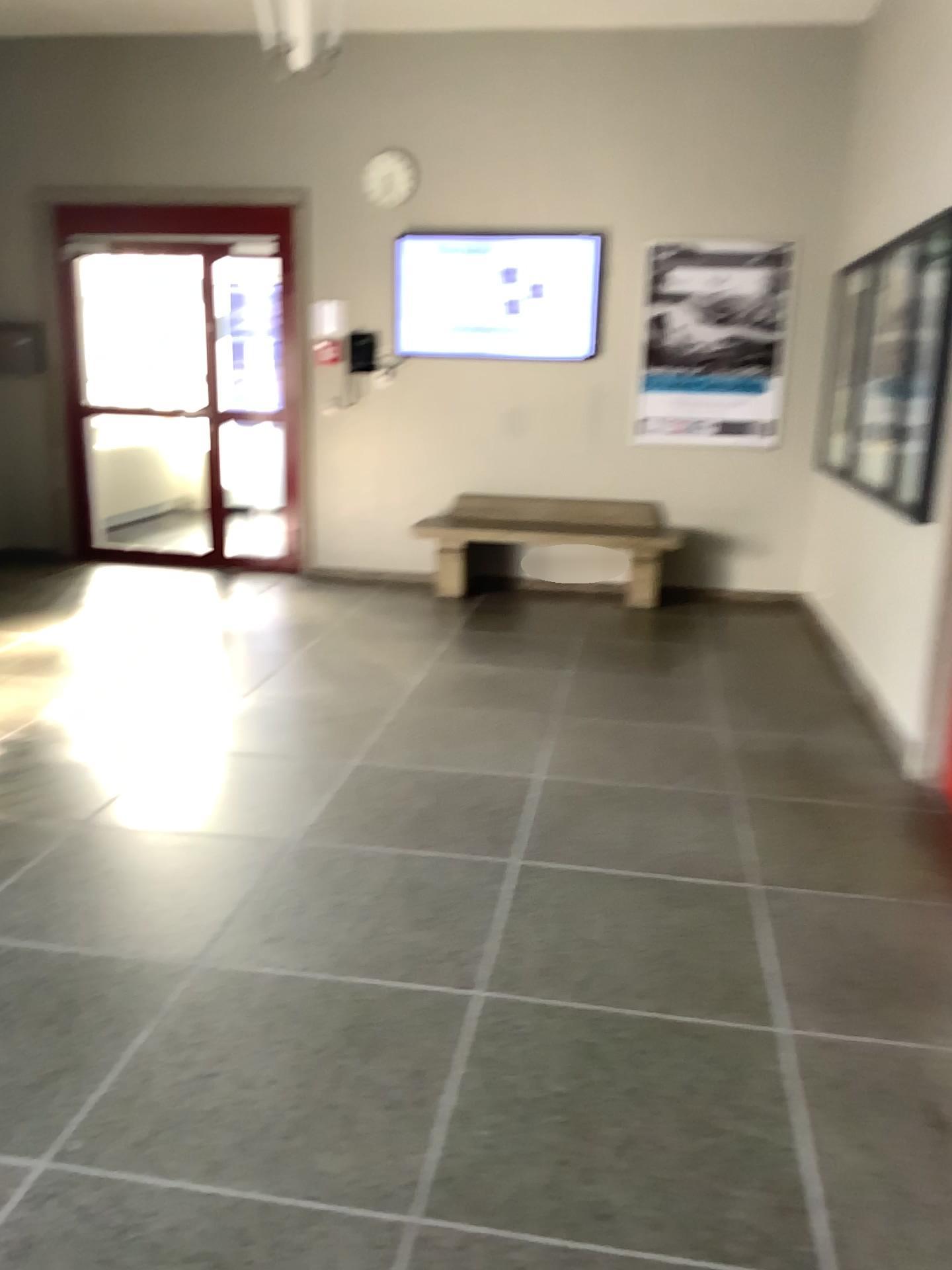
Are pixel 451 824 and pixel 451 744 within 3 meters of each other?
yes
